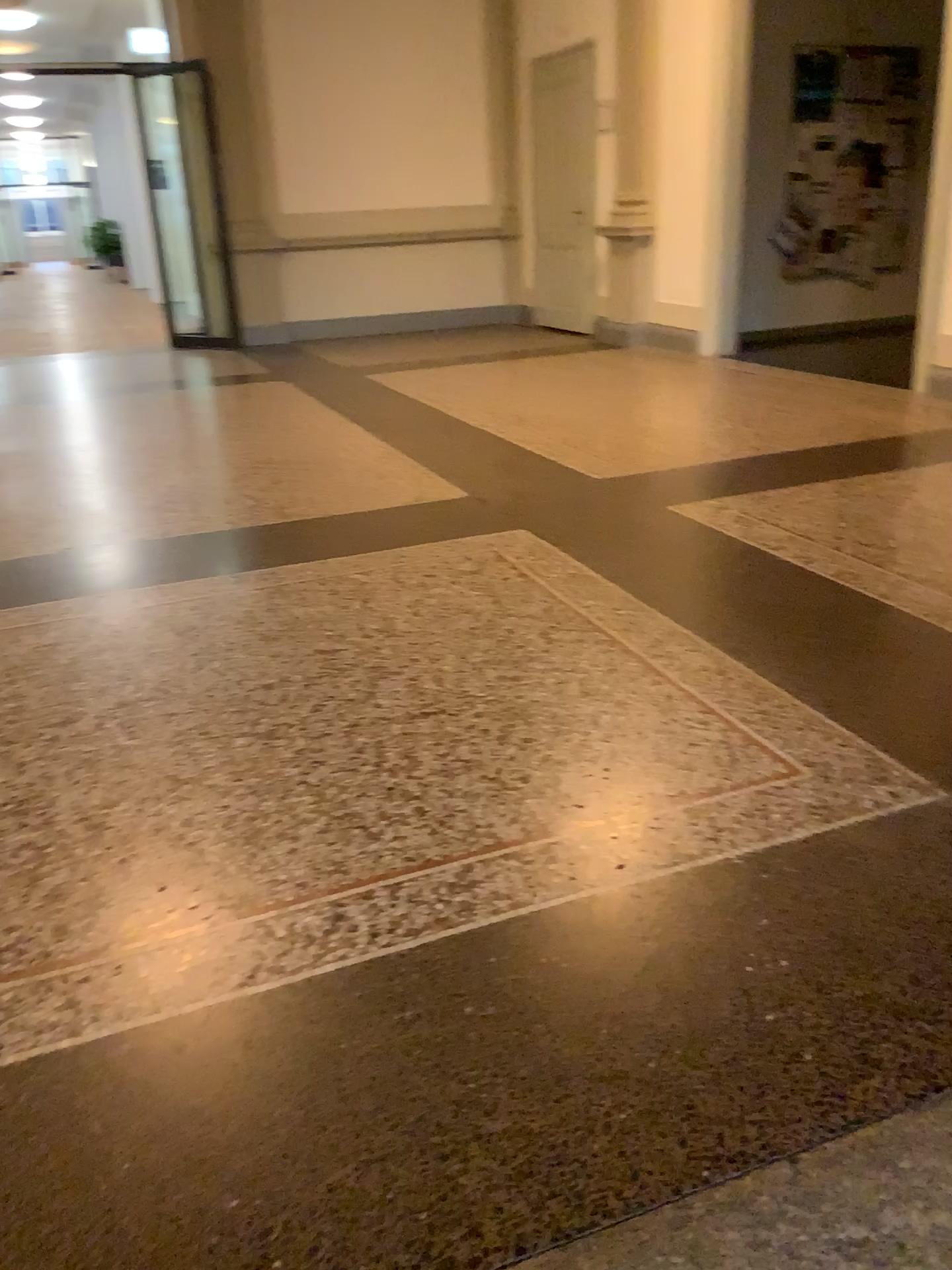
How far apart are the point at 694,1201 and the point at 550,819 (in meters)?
0.81
